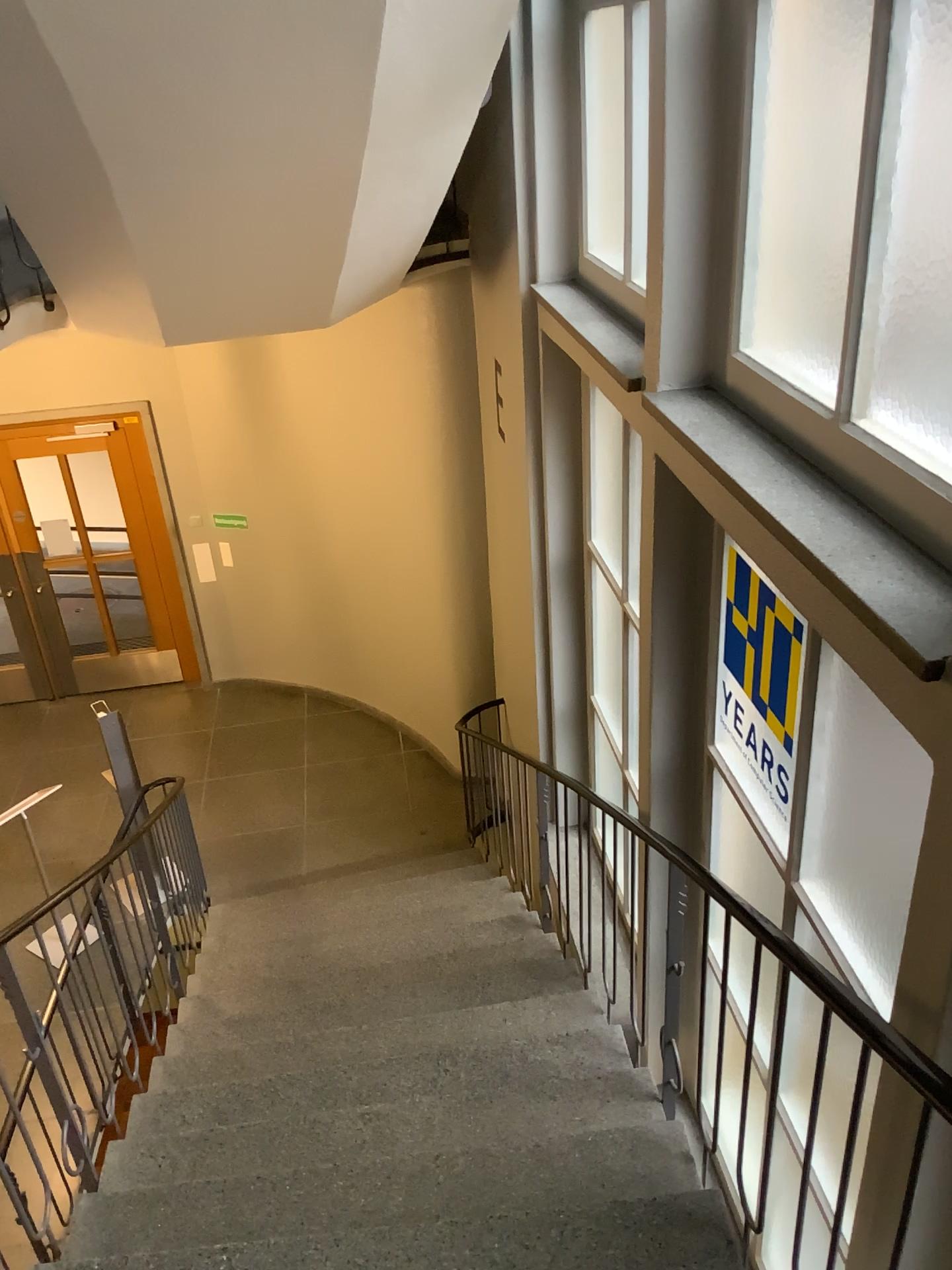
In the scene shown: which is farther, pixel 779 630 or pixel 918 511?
pixel 779 630

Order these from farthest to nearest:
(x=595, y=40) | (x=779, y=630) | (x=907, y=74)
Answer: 1. (x=595, y=40)
2. (x=779, y=630)
3. (x=907, y=74)

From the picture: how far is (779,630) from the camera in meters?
2.6

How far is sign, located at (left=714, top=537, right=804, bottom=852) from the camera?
2.64m

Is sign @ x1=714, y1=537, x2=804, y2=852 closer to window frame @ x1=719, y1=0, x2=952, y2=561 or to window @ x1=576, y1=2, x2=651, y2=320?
window frame @ x1=719, y1=0, x2=952, y2=561

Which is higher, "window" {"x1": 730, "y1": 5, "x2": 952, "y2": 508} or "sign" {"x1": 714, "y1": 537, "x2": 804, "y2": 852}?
"window" {"x1": 730, "y1": 5, "x2": 952, "y2": 508}

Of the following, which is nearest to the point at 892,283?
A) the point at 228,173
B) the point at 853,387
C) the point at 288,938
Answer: the point at 853,387

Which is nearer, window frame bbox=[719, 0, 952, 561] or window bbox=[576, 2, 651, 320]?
window frame bbox=[719, 0, 952, 561]

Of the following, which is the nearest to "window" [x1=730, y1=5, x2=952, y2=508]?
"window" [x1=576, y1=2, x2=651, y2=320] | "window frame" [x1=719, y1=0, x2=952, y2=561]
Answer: "window frame" [x1=719, y1=0, x2=952, y2=561]

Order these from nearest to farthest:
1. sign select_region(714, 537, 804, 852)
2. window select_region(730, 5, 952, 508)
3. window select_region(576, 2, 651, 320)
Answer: window select_region(730, 5, 952, 508) < sign select_region(714, 537, 804, 852) < window select_region(576, 2, 651, 320)
